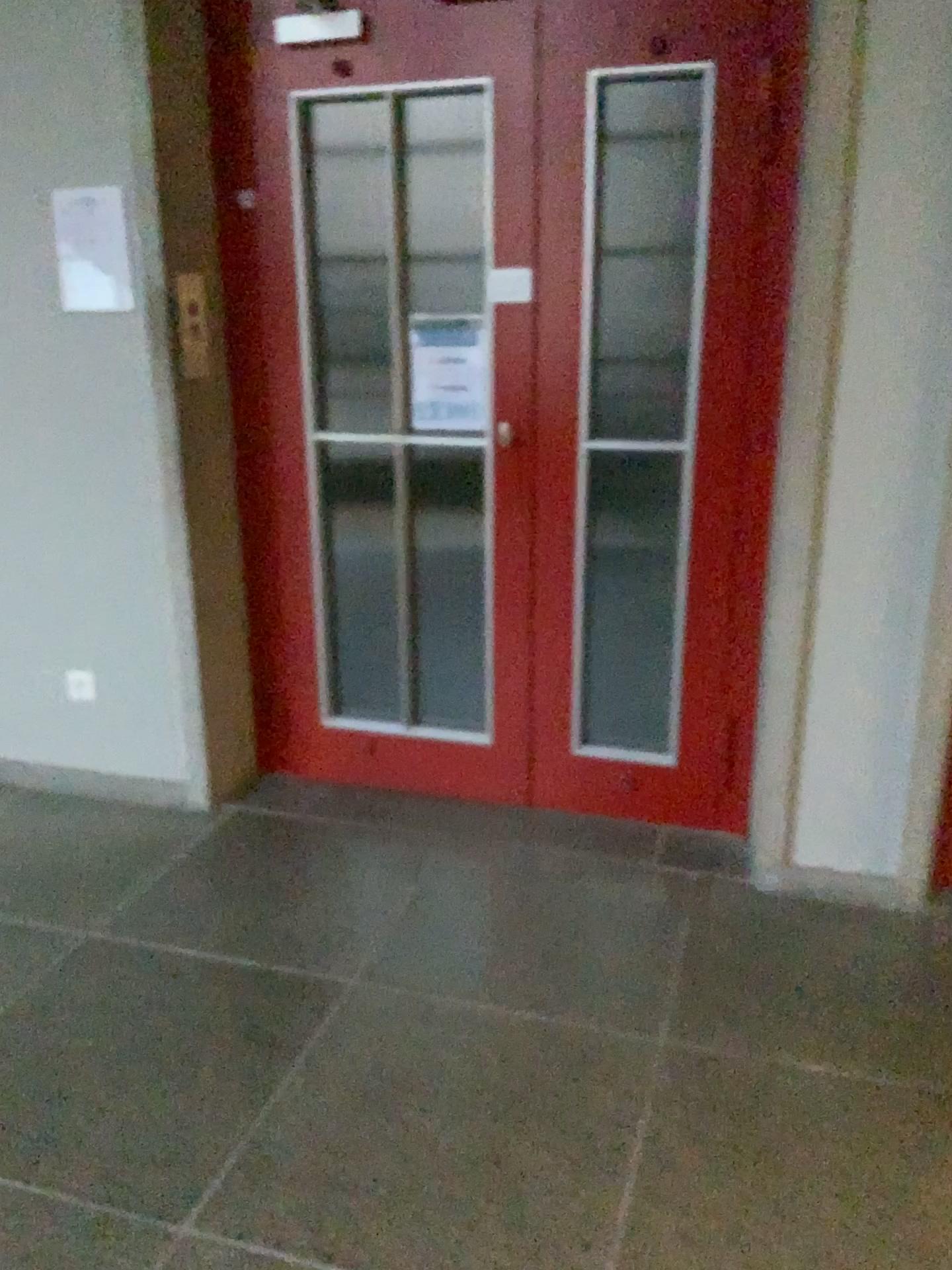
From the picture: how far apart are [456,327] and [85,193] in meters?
1.0

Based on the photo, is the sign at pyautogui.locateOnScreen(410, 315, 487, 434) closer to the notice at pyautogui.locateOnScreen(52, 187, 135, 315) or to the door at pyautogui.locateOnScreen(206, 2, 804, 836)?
the door at pyautogui.locateOnScreen(206, 2, 804, 836)

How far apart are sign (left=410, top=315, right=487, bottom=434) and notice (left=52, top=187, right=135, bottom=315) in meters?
0.8

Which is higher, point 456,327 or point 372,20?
point 372,20

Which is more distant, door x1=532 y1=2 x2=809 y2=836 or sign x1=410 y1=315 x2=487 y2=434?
sign x1=410 y1=315 x2=487 y2=434

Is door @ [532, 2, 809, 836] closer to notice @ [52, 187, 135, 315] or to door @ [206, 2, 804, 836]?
door @ [206, 2, 804, 836]

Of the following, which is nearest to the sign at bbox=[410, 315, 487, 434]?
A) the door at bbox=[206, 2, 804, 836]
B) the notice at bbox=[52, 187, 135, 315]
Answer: the door at bbox=[206, 2, 804, 836]

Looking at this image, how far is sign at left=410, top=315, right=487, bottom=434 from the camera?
2.9m

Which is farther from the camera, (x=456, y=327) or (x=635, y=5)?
(x=456, y=327)

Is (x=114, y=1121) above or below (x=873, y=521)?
below
